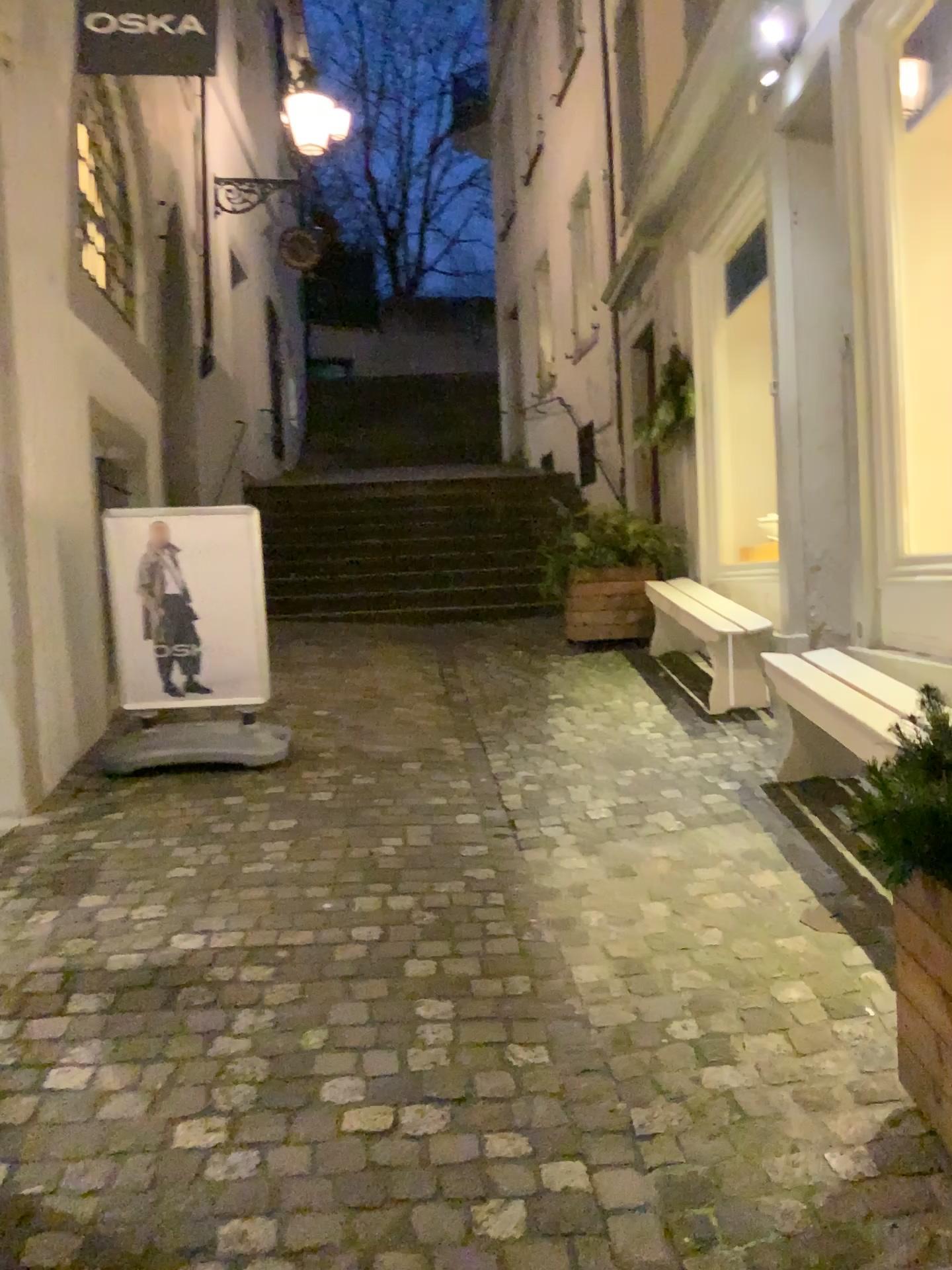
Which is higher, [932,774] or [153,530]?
[153,530]

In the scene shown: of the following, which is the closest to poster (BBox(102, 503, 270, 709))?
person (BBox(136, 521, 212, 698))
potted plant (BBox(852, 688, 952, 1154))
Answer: person (BBox(136, 521, 212, 698))

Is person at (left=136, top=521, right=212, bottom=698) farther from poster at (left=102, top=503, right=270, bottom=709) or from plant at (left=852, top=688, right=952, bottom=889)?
plant at (left=852, top=688, right=952, bottom=889)

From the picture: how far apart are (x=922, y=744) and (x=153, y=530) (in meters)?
3.59

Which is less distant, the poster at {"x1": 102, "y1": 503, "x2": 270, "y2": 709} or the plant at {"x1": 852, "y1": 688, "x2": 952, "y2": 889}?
the plant at {"x1": 852, "y1": 688, "x2": 952, "y2": 889}

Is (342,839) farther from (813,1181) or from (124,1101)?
(813,1181)

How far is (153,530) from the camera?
4.5 meters

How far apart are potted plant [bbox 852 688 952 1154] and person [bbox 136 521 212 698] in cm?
339

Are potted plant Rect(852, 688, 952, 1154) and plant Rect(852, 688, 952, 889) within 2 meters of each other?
yes

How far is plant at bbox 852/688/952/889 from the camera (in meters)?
1.67
